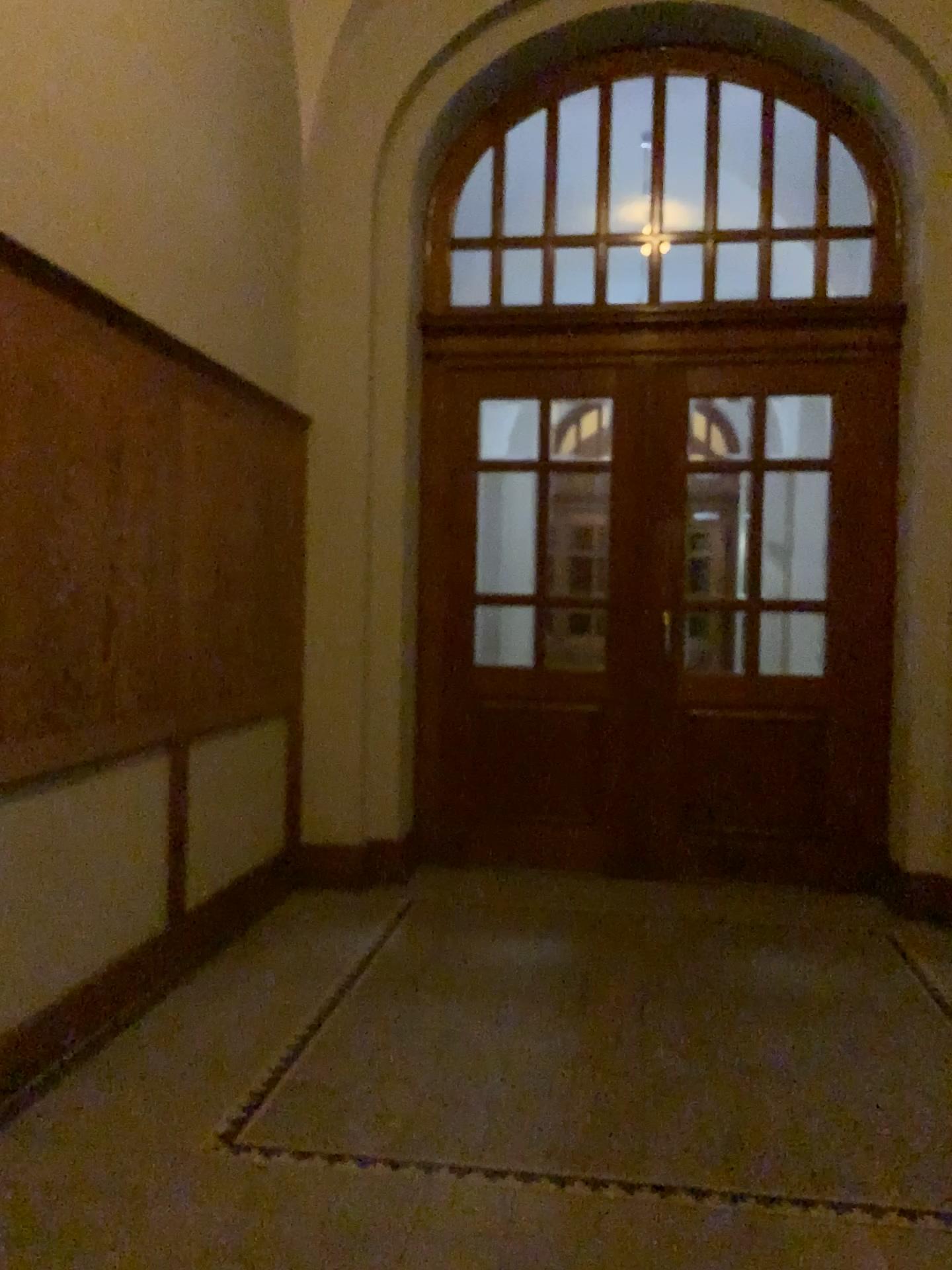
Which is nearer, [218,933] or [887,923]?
[218,933]
